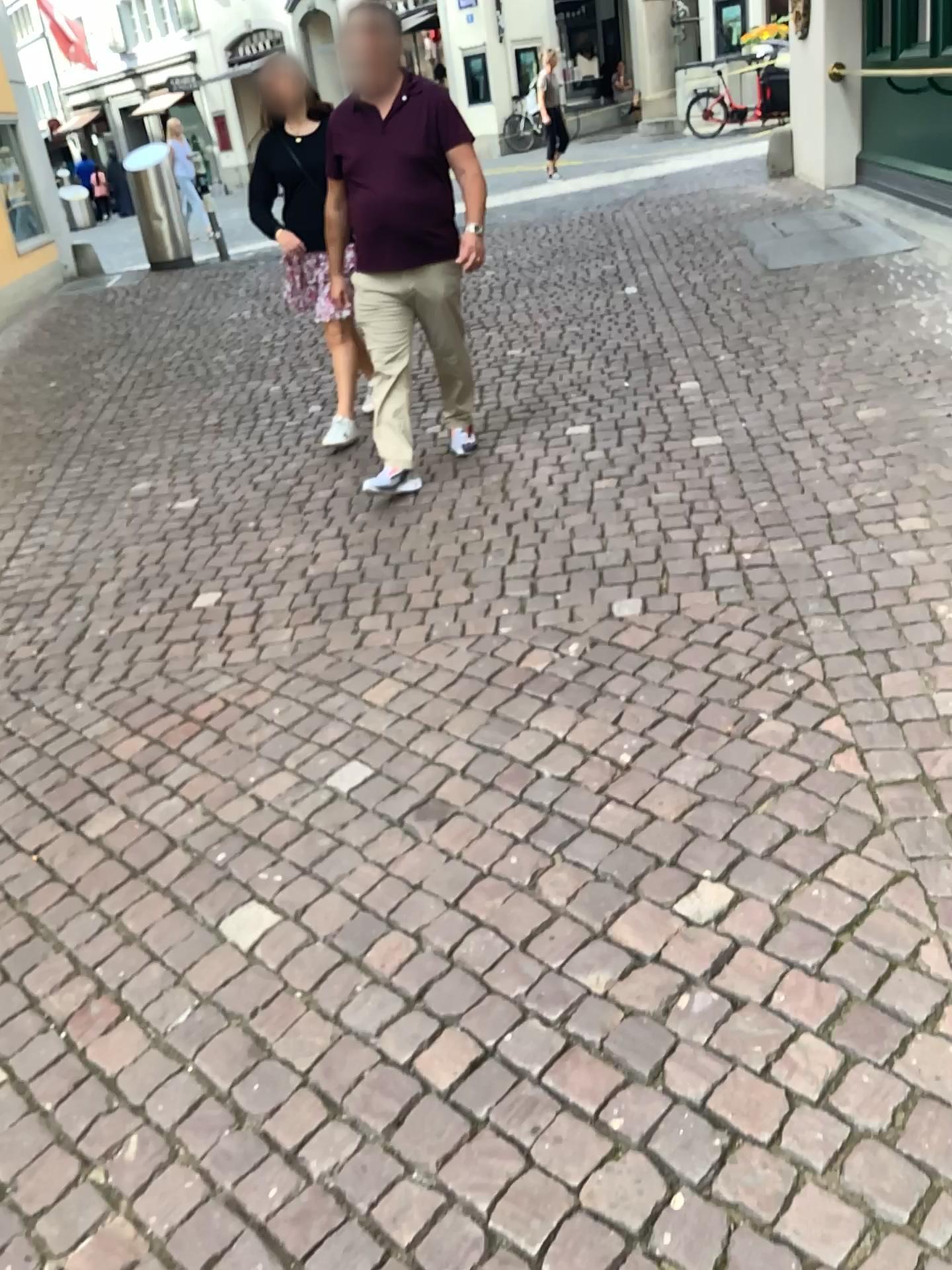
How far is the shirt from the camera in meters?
4.0 m

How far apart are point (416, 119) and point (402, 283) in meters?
0.6 m

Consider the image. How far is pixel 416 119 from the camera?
3.96m

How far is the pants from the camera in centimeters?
420cm

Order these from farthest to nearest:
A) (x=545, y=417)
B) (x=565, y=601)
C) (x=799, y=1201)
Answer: (x=545, y=417)
(x=565, y=601)
(x=799, y=1201)

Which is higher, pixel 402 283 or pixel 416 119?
pixel 416 119
